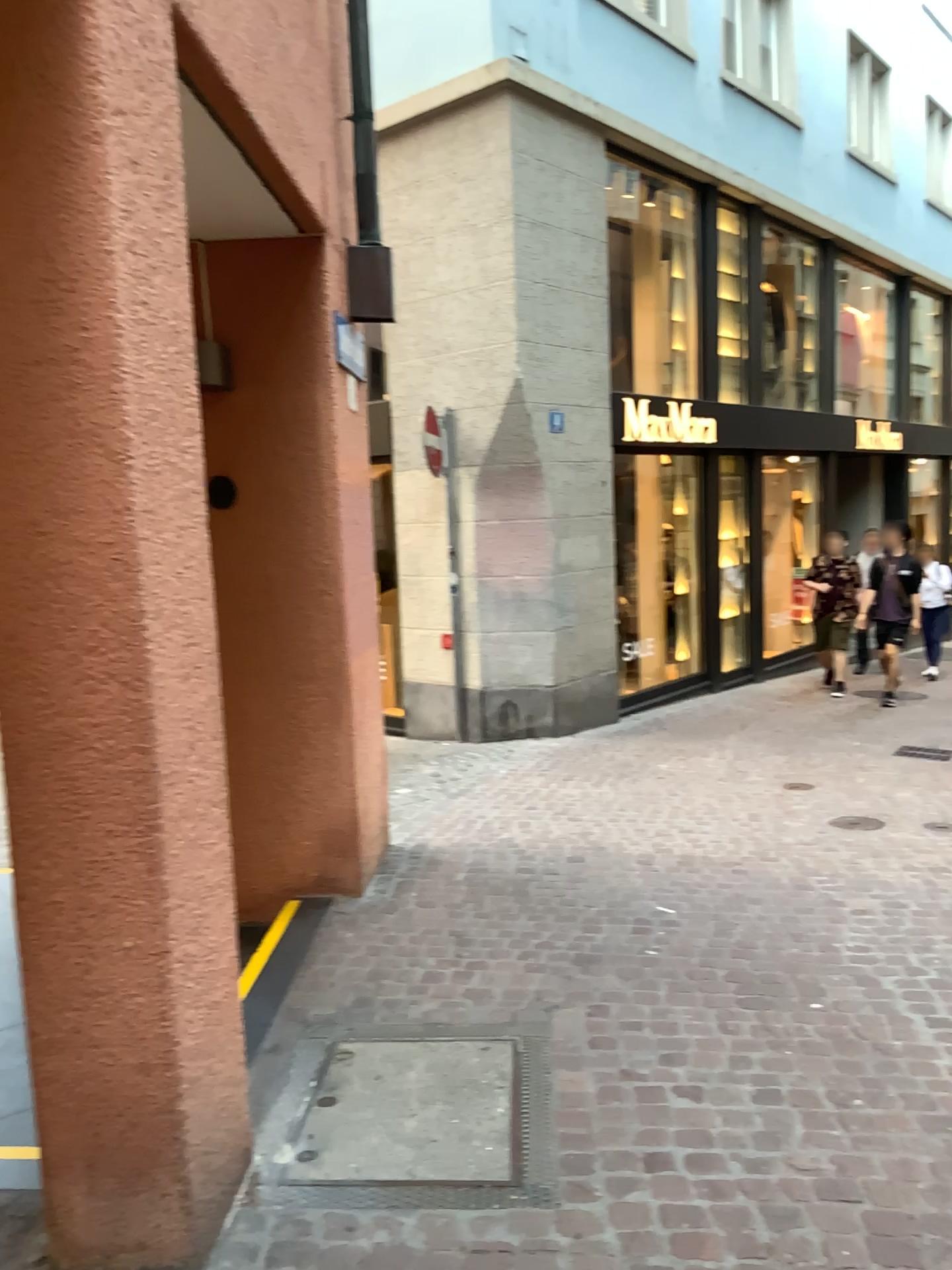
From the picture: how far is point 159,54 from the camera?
1.86m

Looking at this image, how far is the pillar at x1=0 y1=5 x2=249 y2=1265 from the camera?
1.9m

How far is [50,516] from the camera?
1.9 meters
